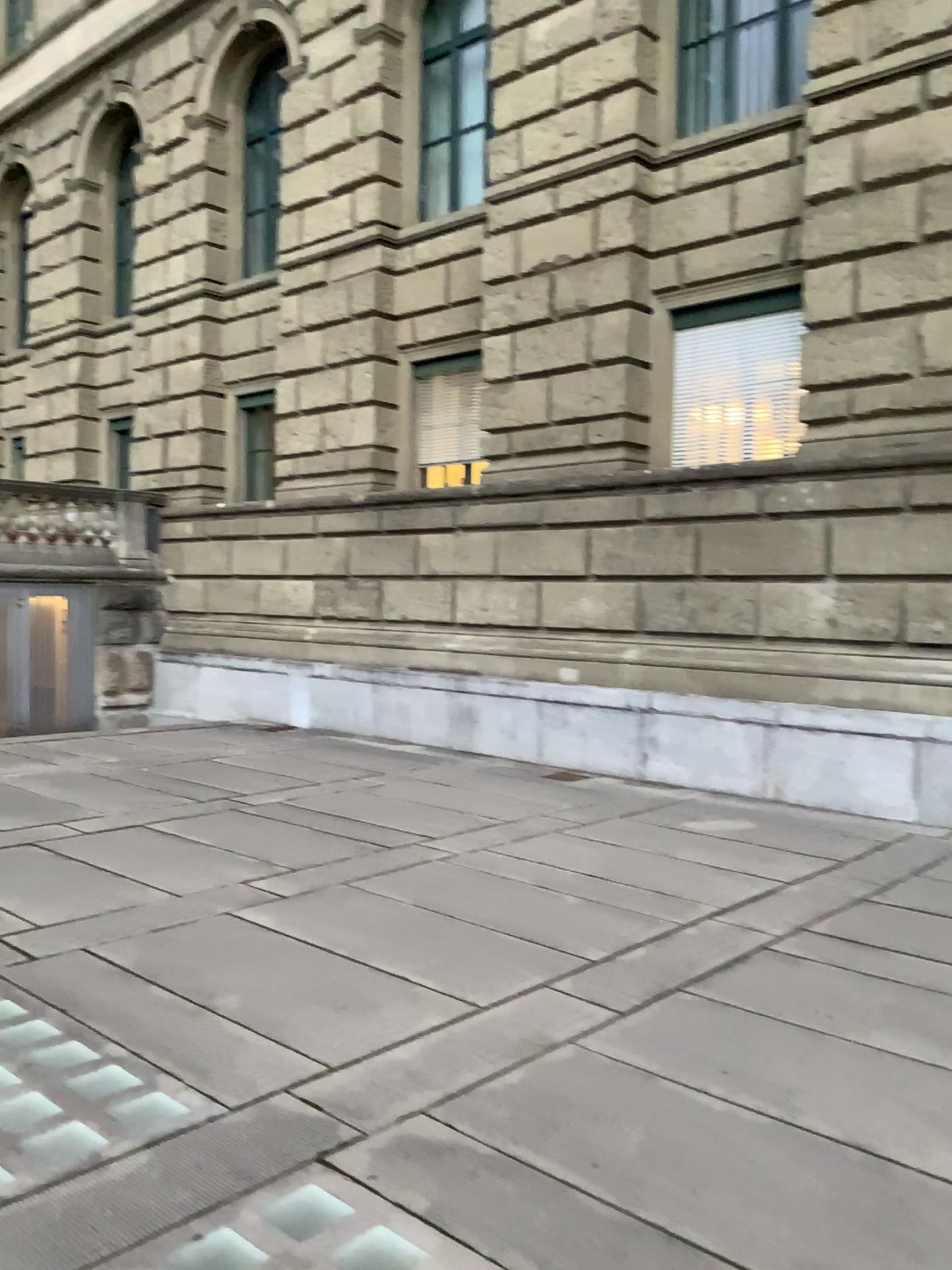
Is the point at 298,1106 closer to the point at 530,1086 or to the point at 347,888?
the point at 530,1086
